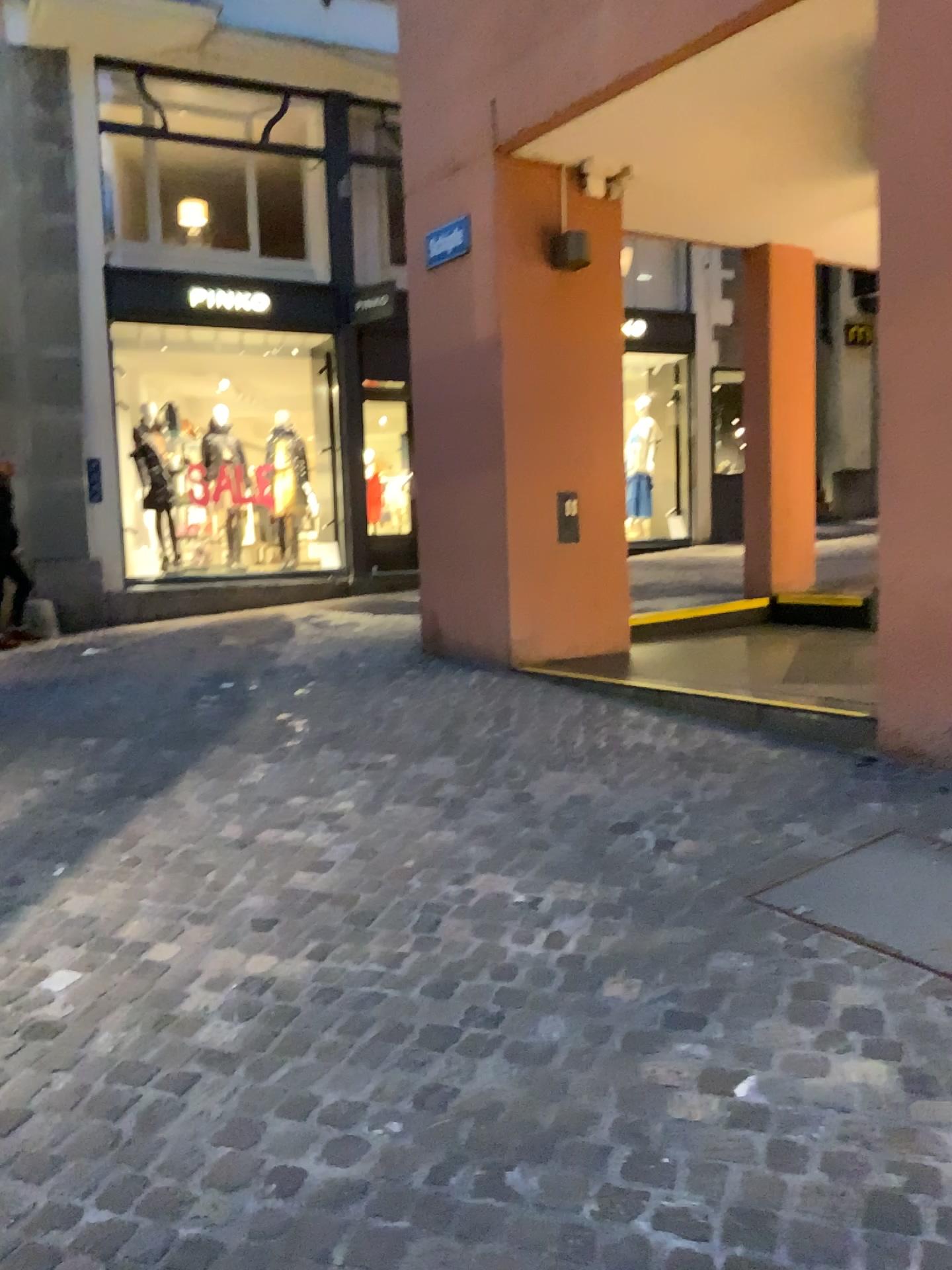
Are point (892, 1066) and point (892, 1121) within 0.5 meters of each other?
yes
